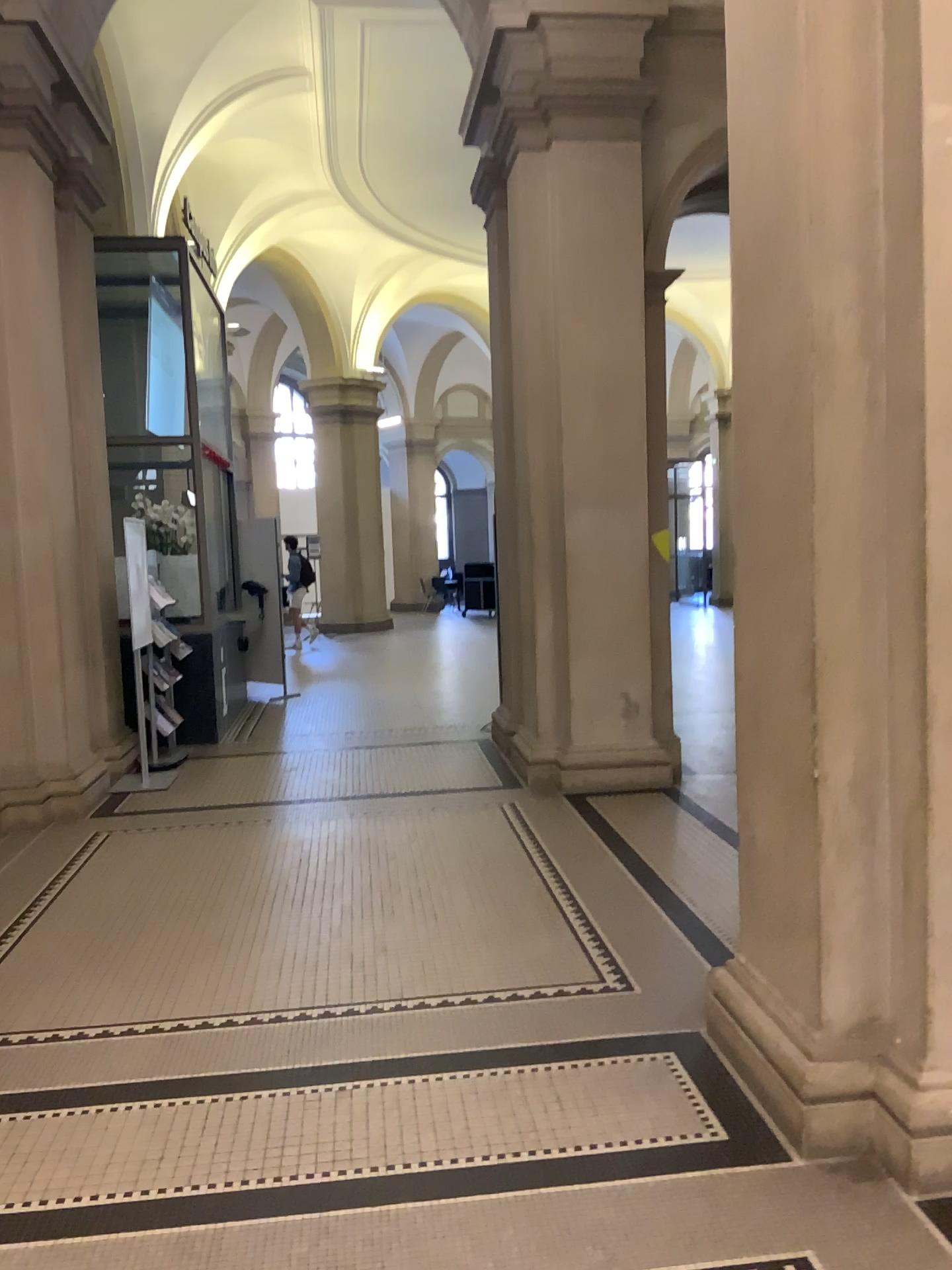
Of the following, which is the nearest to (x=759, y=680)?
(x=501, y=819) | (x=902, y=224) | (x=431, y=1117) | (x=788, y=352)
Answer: (x=788, y=352)
